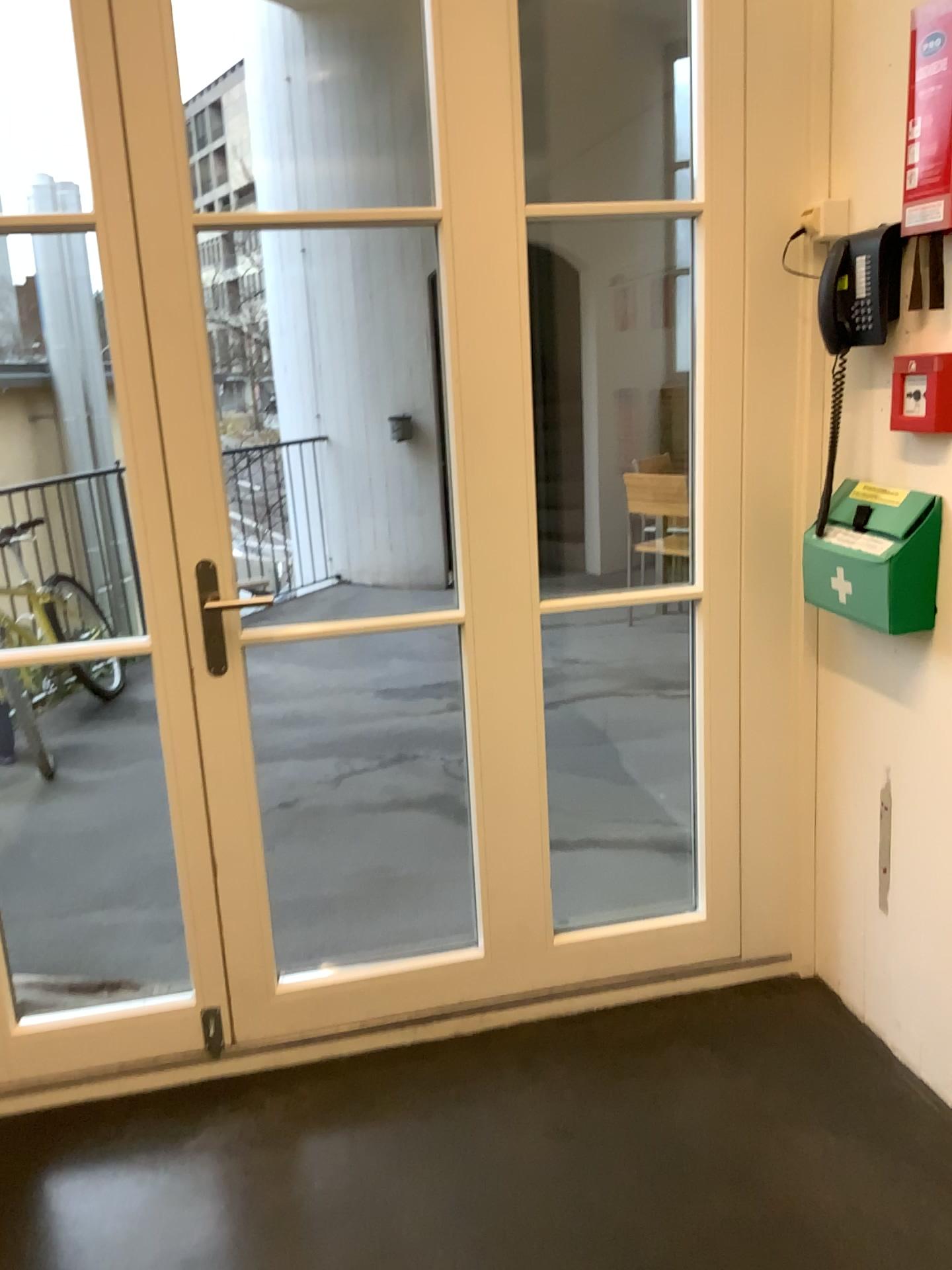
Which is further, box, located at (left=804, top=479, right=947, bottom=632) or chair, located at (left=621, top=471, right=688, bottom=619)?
chair, located at (left=621, top=471, right=688, bottom=619)

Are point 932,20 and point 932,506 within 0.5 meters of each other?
no

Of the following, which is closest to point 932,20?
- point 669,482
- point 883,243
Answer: point 883,243

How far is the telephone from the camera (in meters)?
1.91

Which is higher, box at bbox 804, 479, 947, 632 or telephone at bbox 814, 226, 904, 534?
telephone at bbox 814, 226, 904, 534

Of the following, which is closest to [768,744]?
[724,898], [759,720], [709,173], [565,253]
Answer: [759,720]

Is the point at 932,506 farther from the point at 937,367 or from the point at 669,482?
the point at 669,482

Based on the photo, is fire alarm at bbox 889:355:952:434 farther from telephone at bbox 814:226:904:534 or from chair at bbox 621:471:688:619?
chair at bbox 621:471:688:619

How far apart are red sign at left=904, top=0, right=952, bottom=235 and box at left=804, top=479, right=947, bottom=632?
0.5m

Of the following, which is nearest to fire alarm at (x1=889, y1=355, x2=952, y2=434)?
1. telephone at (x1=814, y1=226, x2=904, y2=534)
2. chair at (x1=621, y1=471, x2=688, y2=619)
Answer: telephone at (x1=814, y1=226, x2=904, y2=534)
